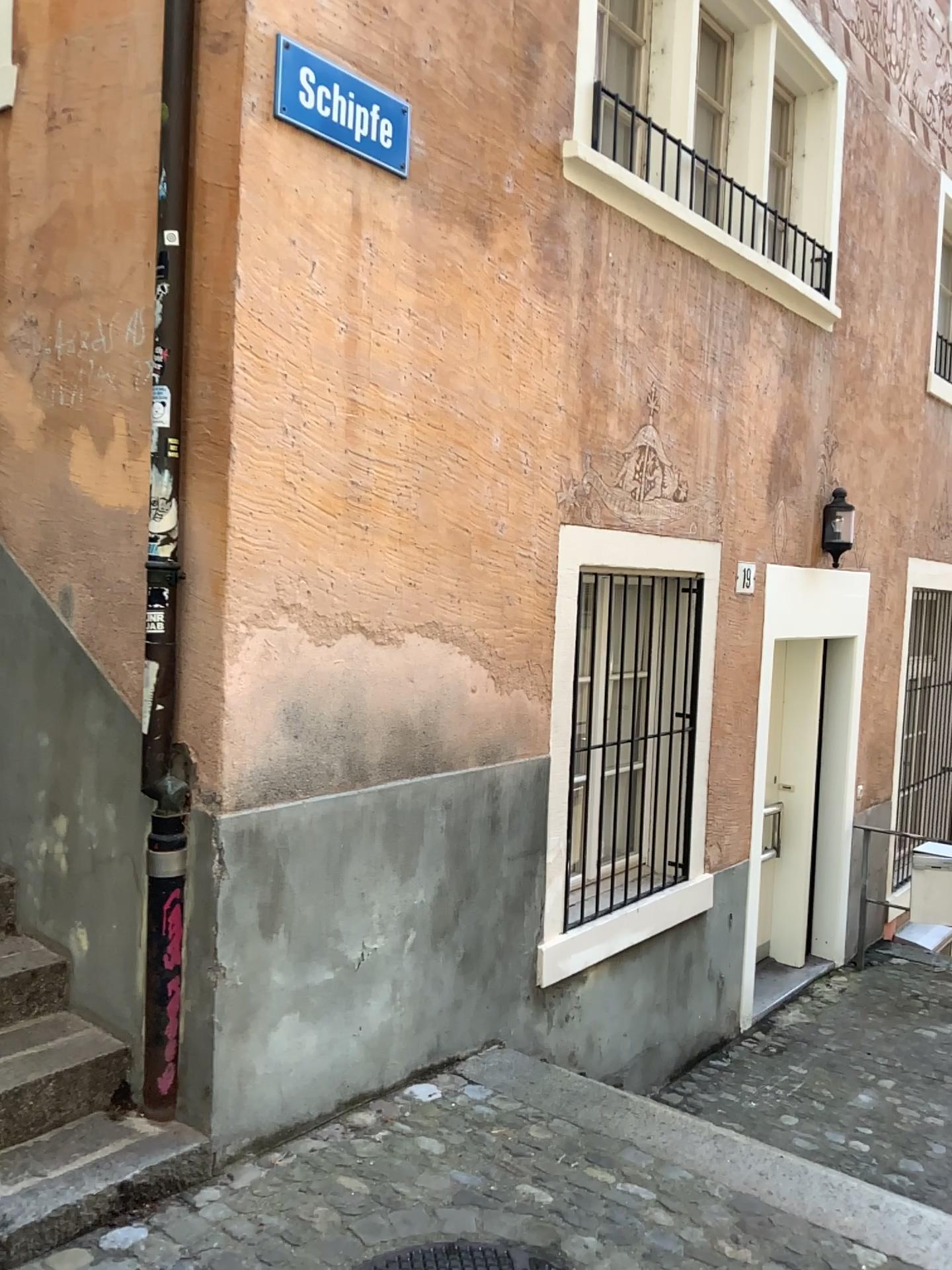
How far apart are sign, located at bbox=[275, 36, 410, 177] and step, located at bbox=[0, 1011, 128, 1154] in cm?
253

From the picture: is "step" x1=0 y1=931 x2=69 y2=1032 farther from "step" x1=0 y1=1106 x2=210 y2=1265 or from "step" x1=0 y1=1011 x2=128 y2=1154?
"step" x1=0 y1=1106 x2=210 y2=1265

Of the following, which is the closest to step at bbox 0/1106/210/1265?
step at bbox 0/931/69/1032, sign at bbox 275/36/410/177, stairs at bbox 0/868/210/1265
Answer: stairs at bbox 0/868/210/1265

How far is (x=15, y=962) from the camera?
2.97m

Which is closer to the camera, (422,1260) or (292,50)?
(422,1260)

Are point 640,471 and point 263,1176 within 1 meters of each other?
no

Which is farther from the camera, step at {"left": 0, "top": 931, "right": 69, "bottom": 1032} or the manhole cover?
step at {"left": 0, "top": 931, "right": 69, "bottom": 1032}

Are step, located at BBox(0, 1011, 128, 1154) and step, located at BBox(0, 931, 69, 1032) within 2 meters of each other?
yes

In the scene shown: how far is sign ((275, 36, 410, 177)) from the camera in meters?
2.8

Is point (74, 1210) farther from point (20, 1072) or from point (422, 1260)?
point (422, 1260)
